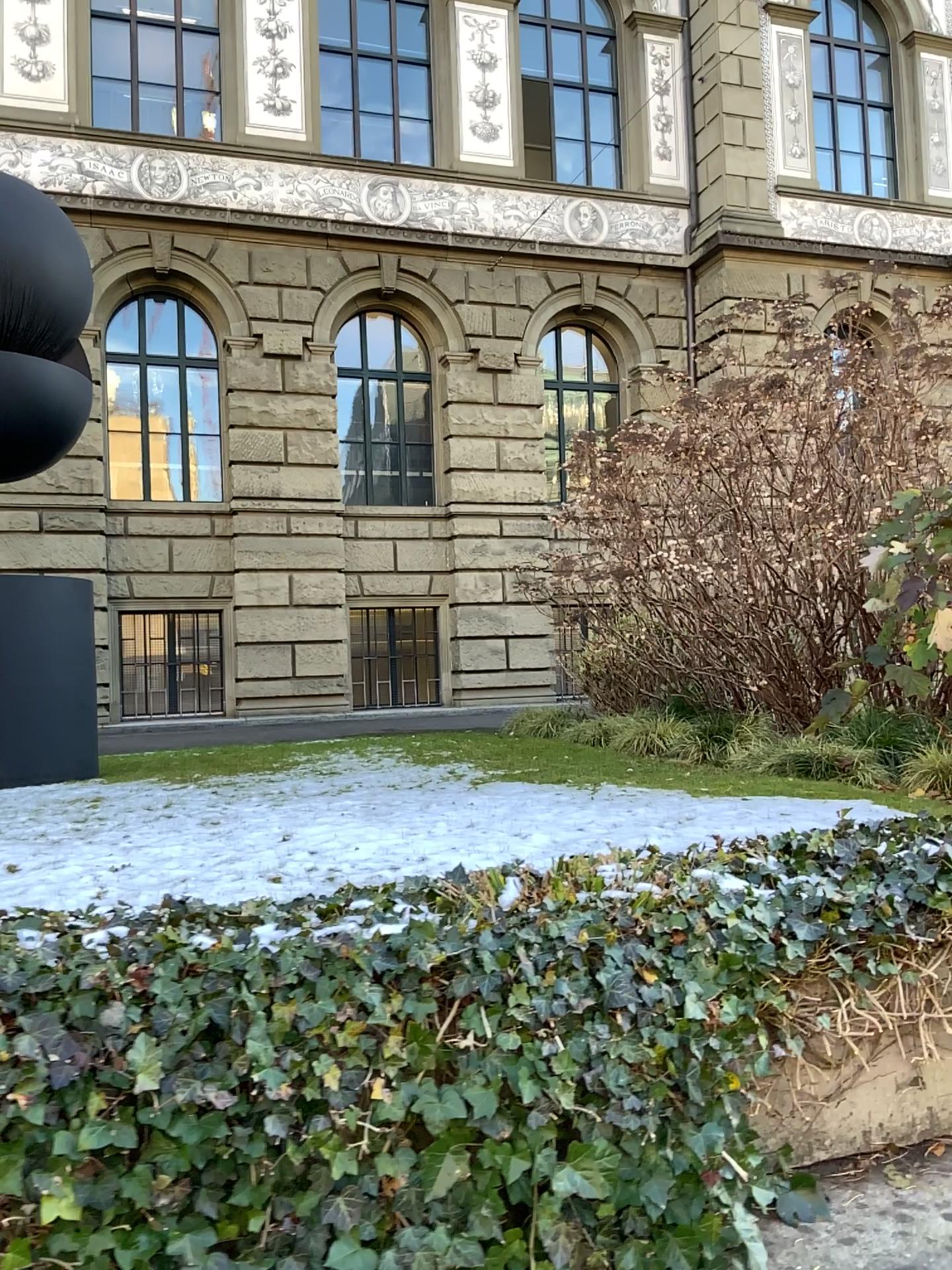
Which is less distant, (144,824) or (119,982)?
(119,982)
